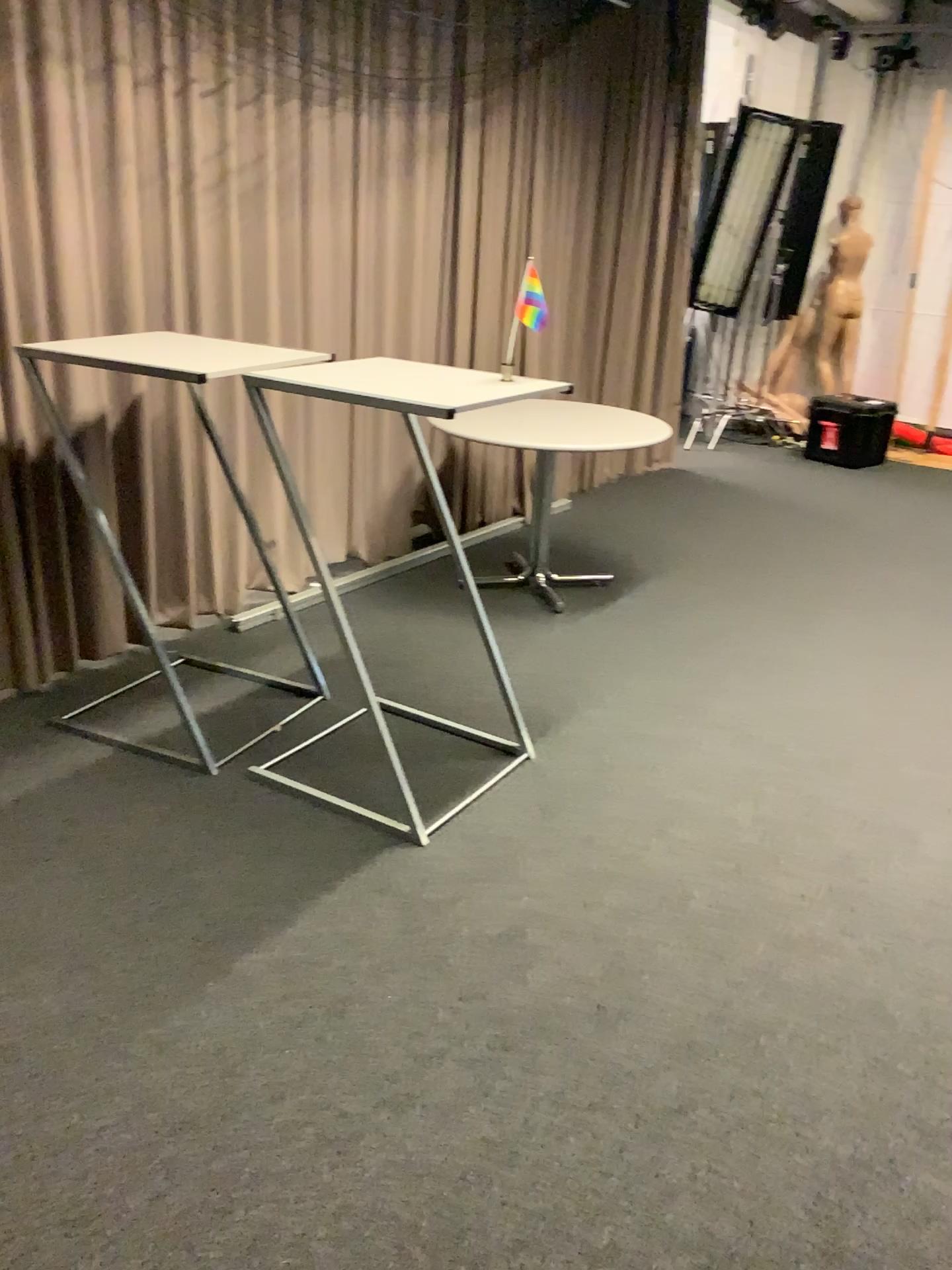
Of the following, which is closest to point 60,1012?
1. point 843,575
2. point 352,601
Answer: point 352,601
